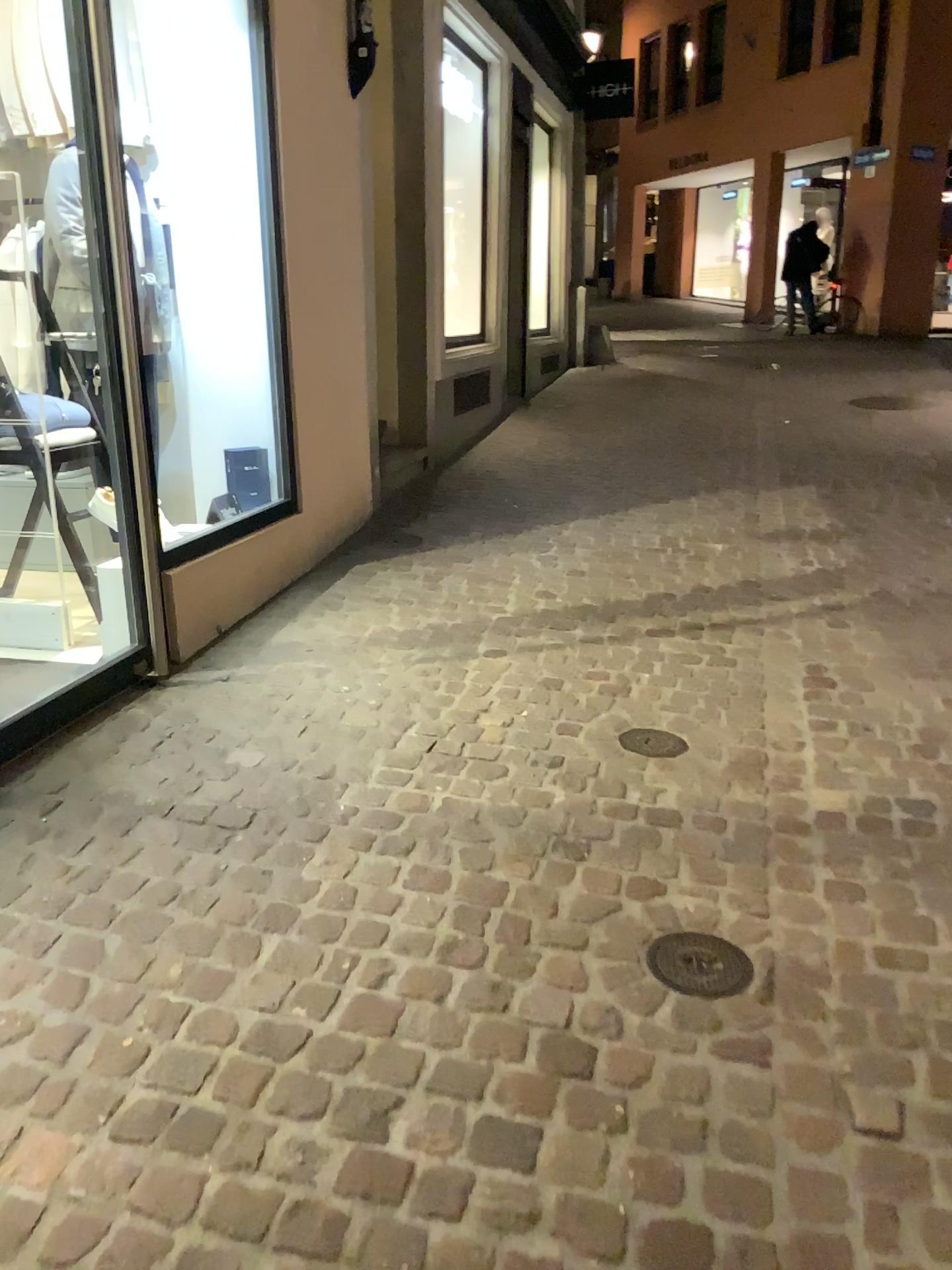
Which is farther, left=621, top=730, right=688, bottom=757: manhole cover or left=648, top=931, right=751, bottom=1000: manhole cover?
left=621, top=730, right=688, bottom=757: manhole cover

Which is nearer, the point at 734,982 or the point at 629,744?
the point at 734,982

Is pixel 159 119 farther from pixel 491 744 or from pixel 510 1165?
pixel 510 1165

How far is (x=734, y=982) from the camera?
2.00m

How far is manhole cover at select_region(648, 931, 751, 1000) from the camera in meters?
2.0 m
